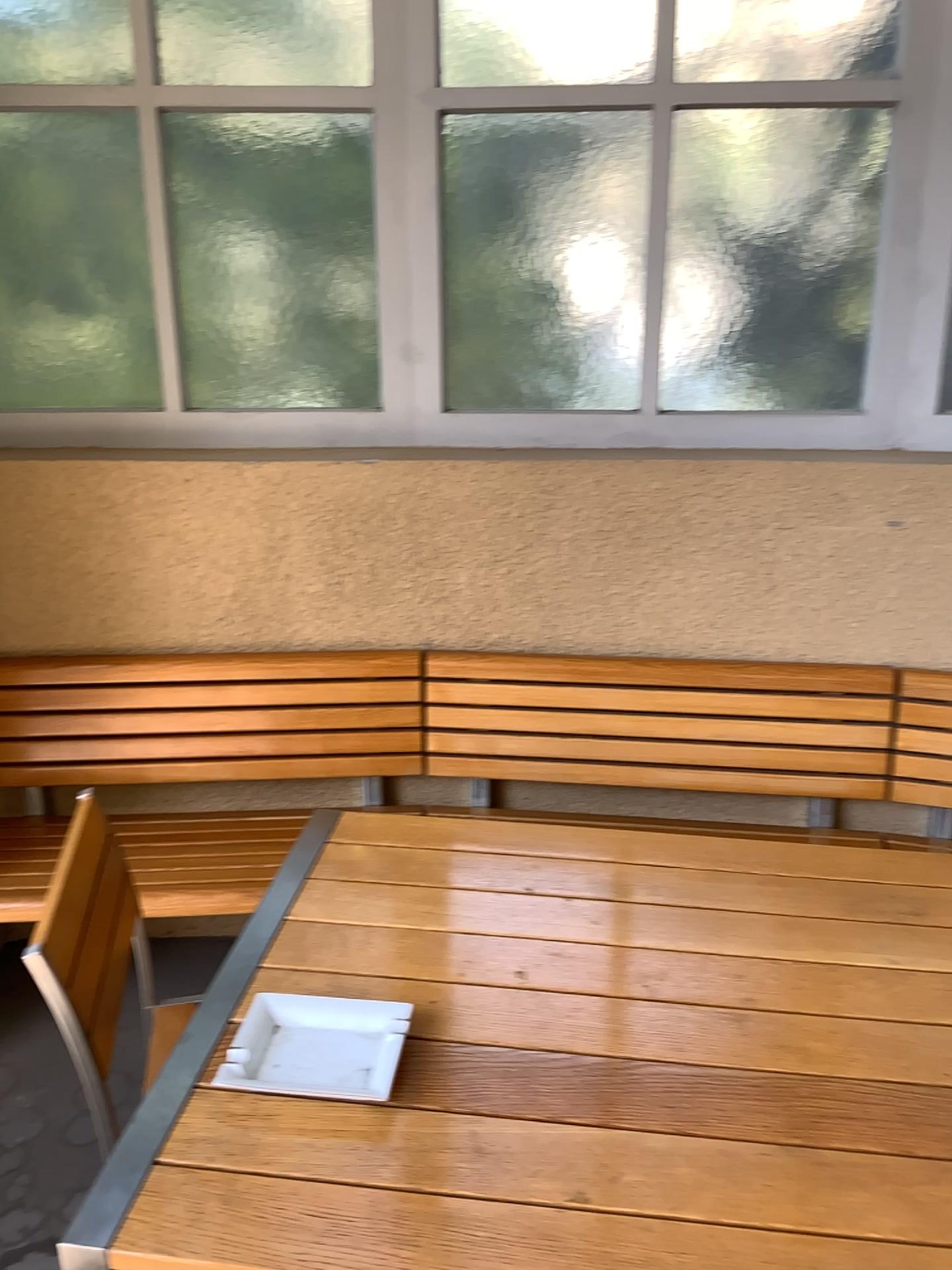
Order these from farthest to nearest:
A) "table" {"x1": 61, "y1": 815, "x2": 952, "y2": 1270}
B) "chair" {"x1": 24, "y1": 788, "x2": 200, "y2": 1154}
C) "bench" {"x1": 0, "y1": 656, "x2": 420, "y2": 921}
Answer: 1. "bench" {"x1": 0, "y1": 656, "x2": 420, "y2": 921}
2. "chair" {"x1": 24, "y1": 788, "x2": 200, "y2": 1154}
3. "table" {"x1": 61, "y1": 815, "x2": 952, "y2": 1270}

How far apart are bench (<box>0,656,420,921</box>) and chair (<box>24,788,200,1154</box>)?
0.7 meters

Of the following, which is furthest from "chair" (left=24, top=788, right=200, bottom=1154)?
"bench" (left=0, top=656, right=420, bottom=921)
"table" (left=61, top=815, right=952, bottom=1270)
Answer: "bench" (left=0, top=656, right=420, bottom=921)

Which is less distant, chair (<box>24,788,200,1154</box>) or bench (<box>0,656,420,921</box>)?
chair (<box>24,788,200,1154</box>)

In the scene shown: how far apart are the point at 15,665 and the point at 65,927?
1.2 meters

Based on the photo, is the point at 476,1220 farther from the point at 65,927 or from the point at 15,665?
the point at 15,665

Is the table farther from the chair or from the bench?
the bench

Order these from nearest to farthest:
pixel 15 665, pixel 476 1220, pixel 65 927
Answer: pixel 476 1220
pixel 65 927
pixel 15 665

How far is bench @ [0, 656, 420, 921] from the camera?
2.5 meters

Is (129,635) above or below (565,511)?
below
